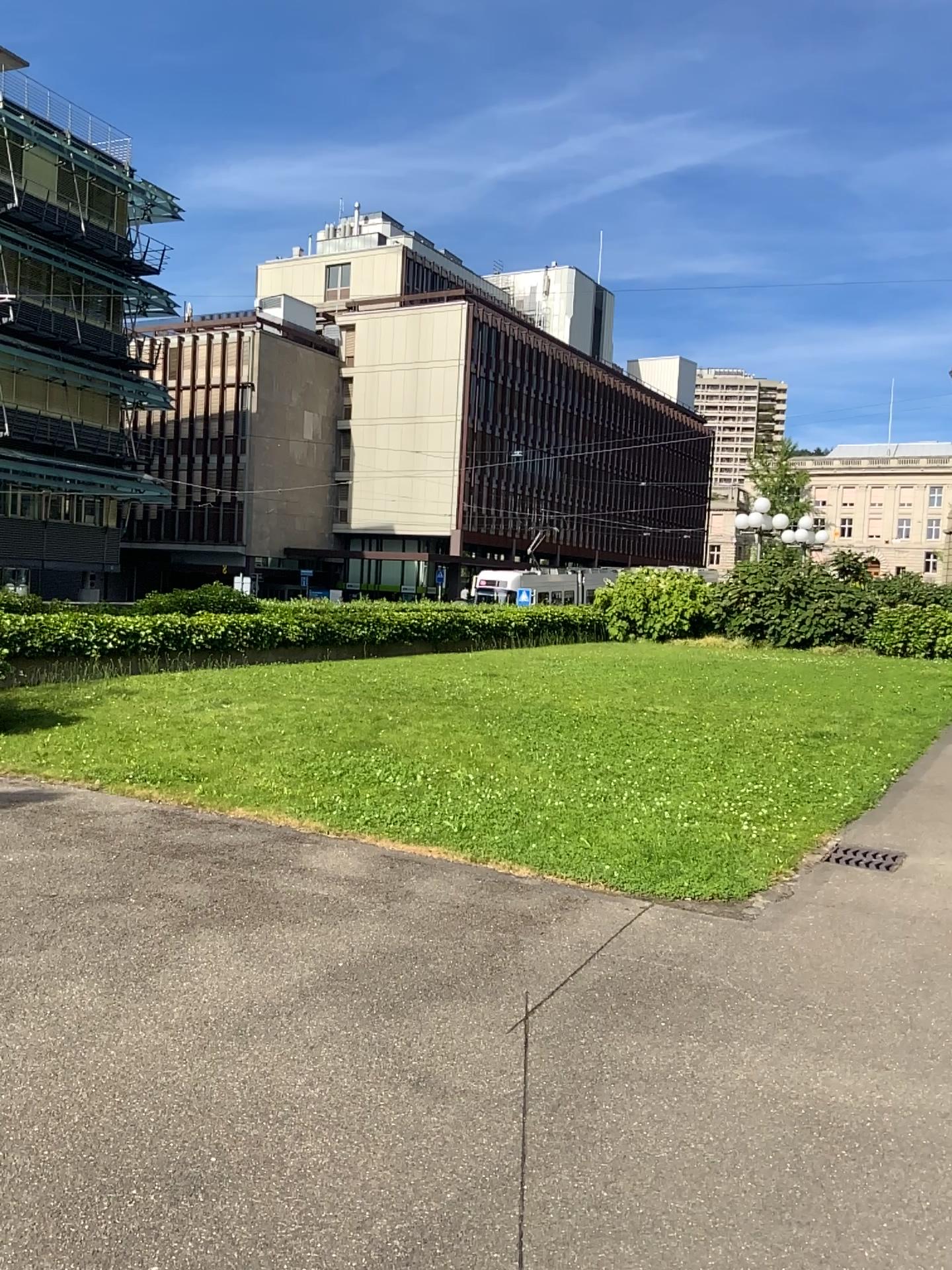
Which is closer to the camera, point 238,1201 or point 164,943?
point 238,1201
